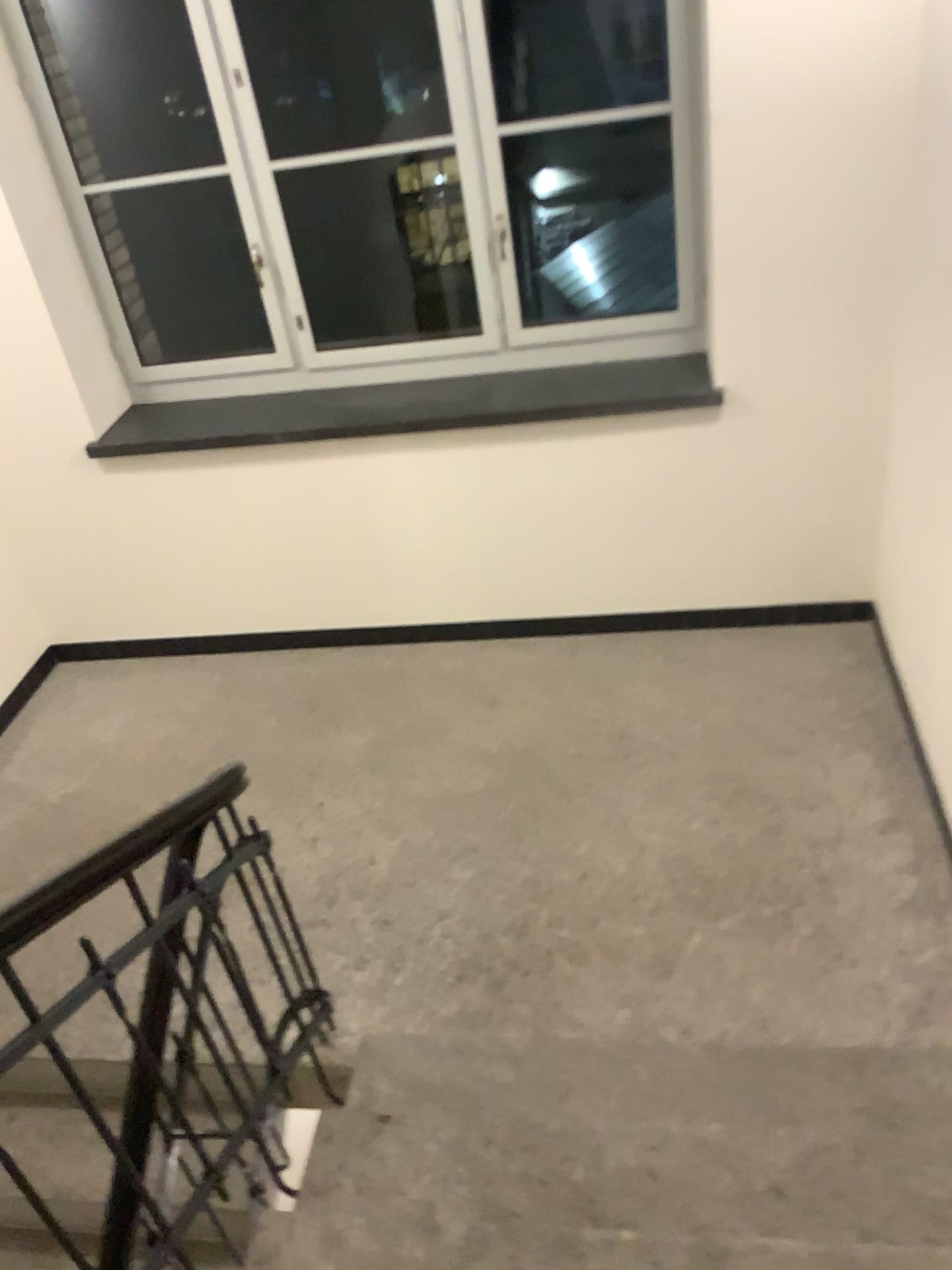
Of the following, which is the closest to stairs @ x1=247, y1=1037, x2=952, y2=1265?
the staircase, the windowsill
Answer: the staircase

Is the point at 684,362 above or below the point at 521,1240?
above

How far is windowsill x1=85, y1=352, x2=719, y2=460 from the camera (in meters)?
3.67

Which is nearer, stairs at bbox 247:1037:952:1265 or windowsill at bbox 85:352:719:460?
stairs at bbox 247:1037:952:1265

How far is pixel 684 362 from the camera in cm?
367

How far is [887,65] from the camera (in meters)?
2.93

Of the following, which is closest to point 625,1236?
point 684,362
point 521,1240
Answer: point 521,1240

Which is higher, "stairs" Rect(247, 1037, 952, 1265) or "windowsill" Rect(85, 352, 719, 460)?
"windowsill" Rect(85, 352, 719, 460)

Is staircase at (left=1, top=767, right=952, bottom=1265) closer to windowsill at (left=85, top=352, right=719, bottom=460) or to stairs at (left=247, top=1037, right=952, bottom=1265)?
stairs at (left=247, top=1037, right=952, bottom=1265)

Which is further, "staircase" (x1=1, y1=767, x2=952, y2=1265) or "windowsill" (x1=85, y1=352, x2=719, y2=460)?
"windowsill" (x1=85, y1=352, x2=719, y2=460)
